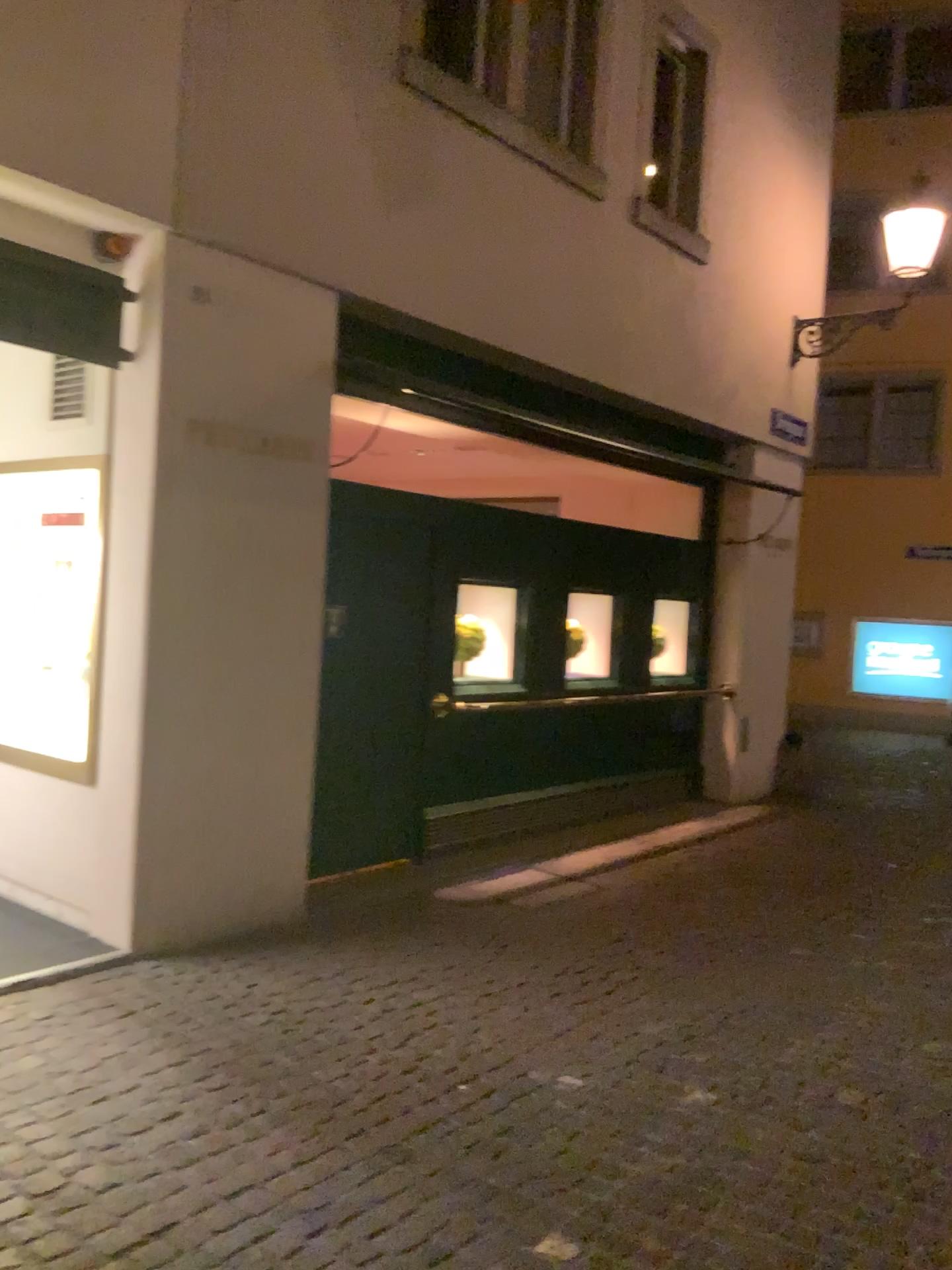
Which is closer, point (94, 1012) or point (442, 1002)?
point (94, 1012)
